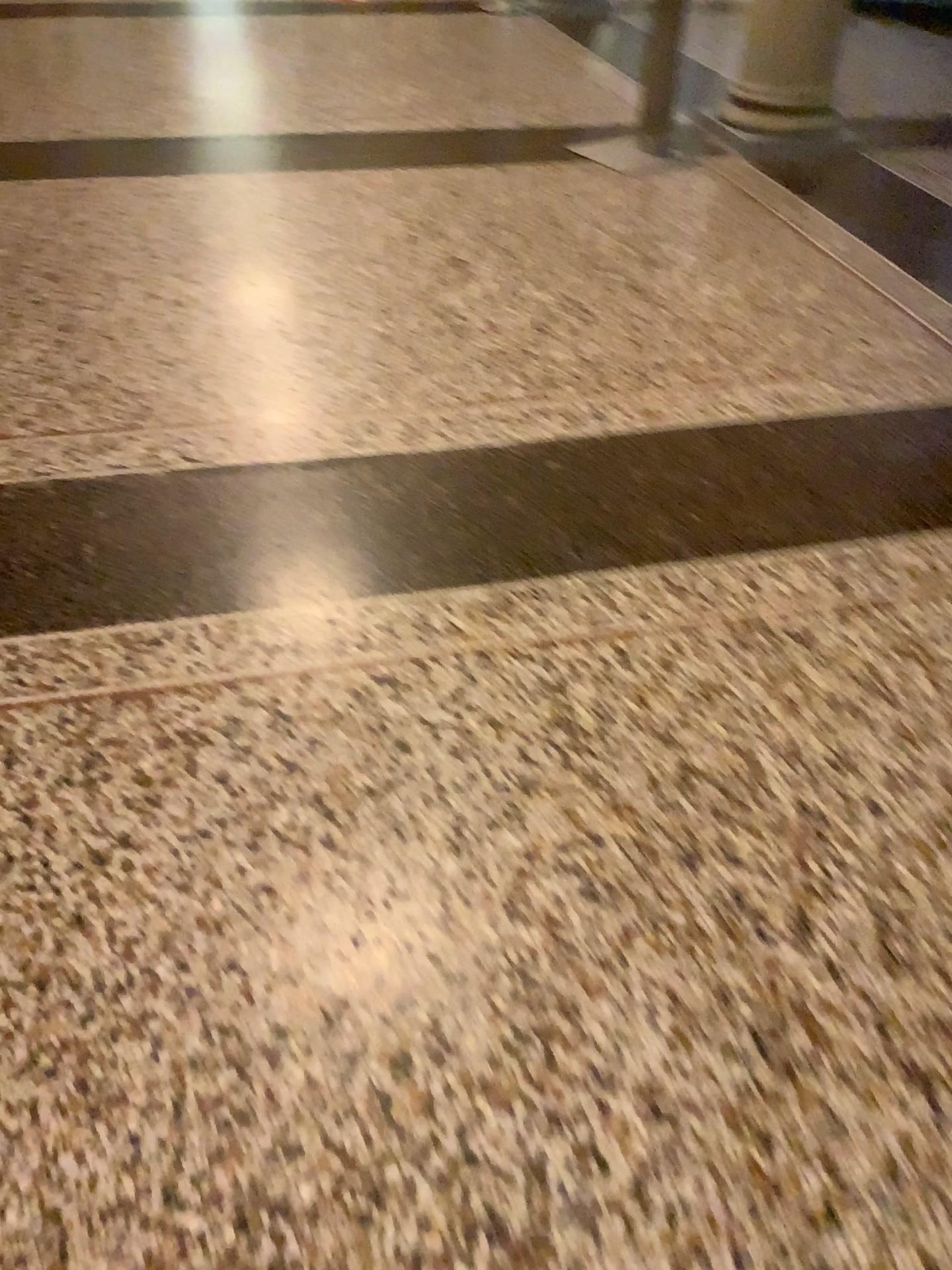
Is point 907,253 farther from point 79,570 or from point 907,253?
point 79,570

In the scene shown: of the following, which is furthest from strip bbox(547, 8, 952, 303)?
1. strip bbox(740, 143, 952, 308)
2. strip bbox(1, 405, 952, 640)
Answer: strip bbox(1, 405, 952, 640)

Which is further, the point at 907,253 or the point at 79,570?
the point at 907,253

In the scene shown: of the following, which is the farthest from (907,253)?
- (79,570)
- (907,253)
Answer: (79,570)

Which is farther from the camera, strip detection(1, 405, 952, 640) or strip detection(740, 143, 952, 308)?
strip detection(740, 143, 952, 308)

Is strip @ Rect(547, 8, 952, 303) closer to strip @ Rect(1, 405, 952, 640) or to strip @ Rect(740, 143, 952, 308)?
strip @ Rect(740, 143, 952, 308)

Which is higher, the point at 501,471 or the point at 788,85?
the point at 788,85

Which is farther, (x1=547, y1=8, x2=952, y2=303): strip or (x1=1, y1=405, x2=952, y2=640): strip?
(x1=547, y1=8, x2=952, y2=303): strip
